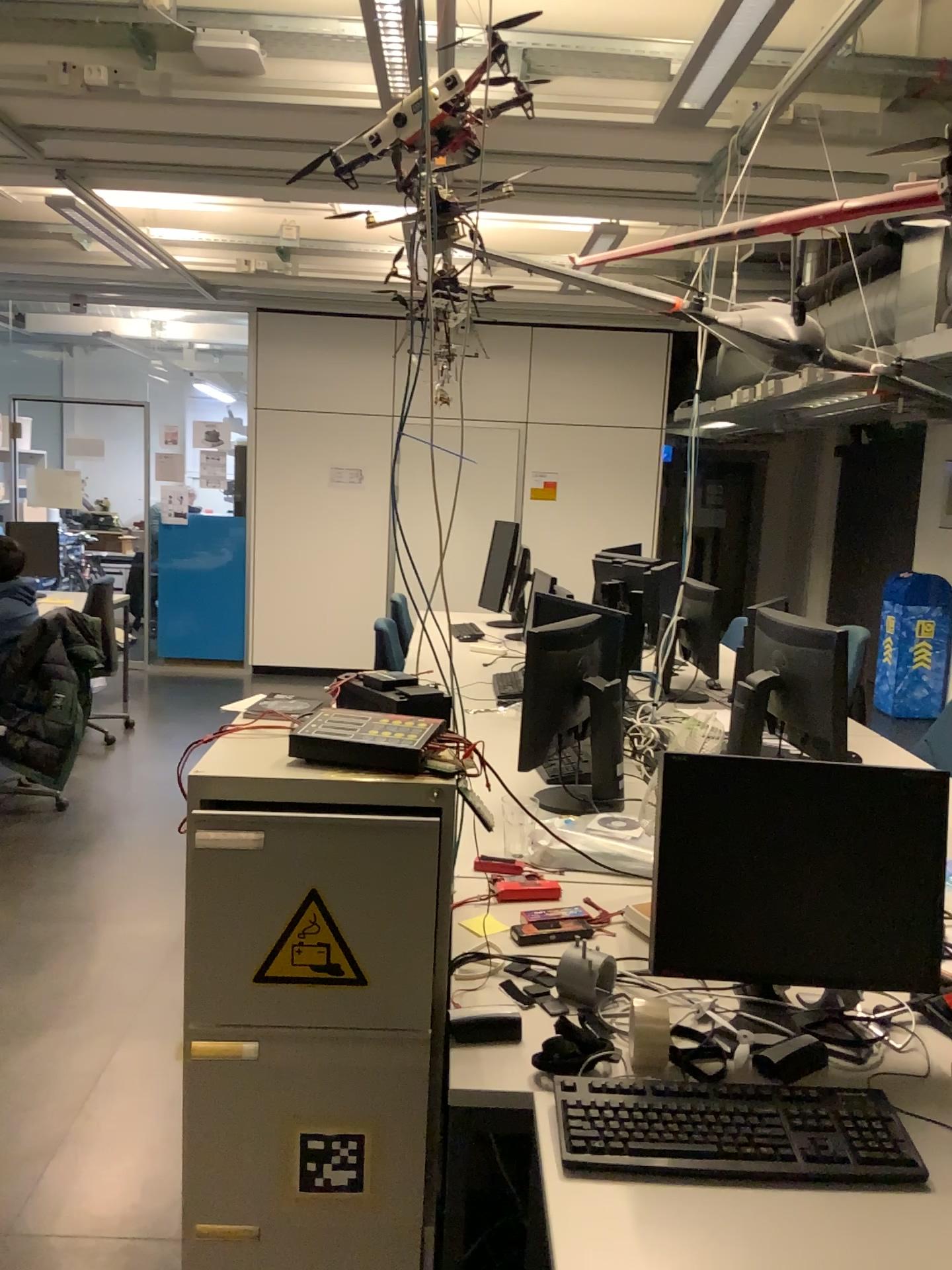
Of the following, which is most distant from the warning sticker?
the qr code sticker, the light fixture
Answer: the light fixture

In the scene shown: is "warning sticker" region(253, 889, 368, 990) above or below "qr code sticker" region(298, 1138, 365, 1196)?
above

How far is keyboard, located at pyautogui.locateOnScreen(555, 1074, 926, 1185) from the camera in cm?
130

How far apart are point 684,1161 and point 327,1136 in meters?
0.6

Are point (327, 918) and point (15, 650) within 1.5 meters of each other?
no

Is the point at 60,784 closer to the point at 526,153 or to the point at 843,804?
the point at 526,153

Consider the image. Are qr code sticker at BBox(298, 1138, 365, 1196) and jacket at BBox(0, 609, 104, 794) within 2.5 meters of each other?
no

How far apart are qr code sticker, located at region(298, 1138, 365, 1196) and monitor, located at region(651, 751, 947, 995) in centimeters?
54cm

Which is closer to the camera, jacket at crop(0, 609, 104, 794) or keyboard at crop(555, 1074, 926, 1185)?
keyboard at crop(555, 1074, 926, 1185)

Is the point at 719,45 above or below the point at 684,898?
above
